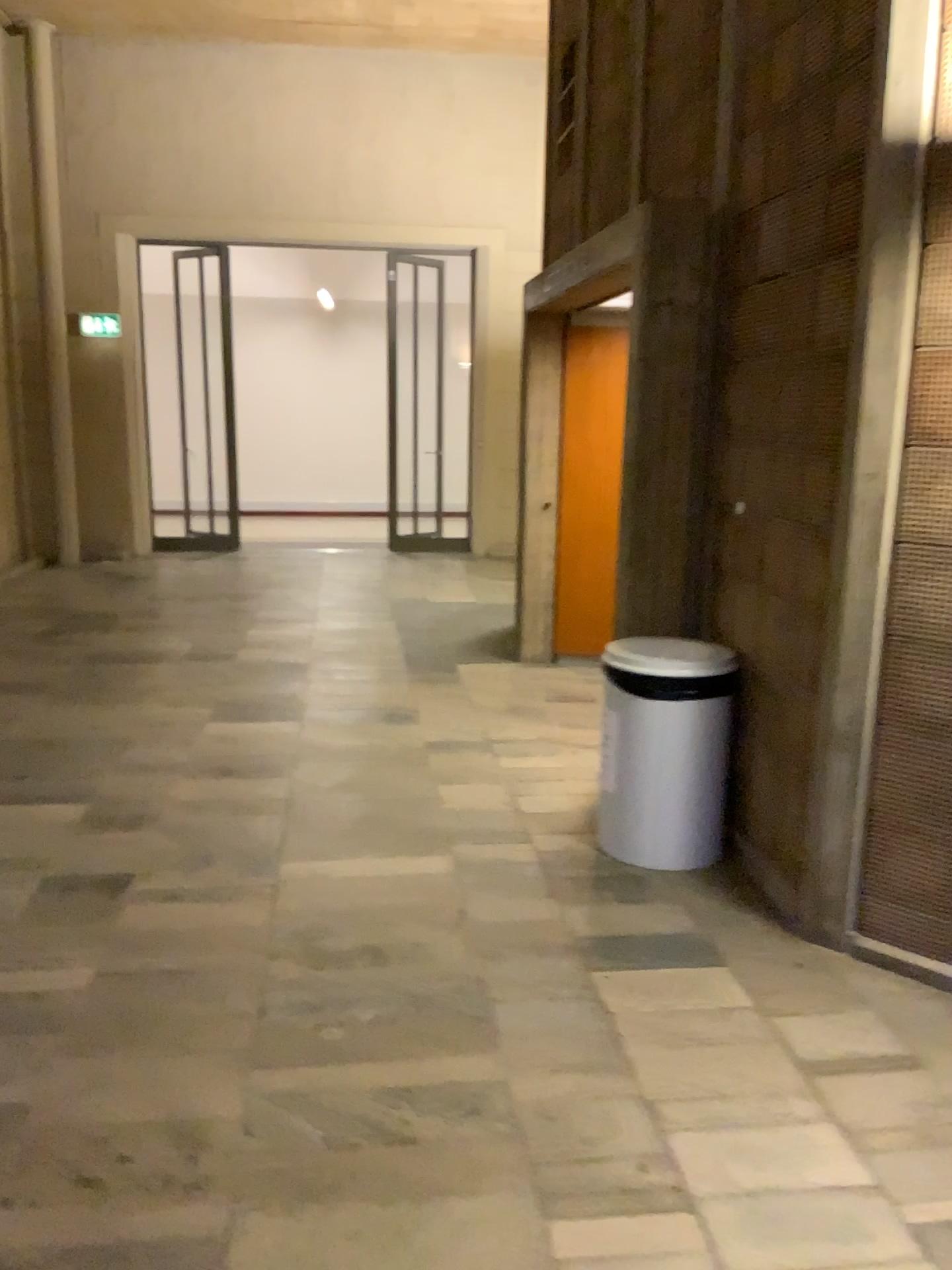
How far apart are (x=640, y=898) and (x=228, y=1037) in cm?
140

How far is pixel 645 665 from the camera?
3.5 meters

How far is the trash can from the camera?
3.51m
